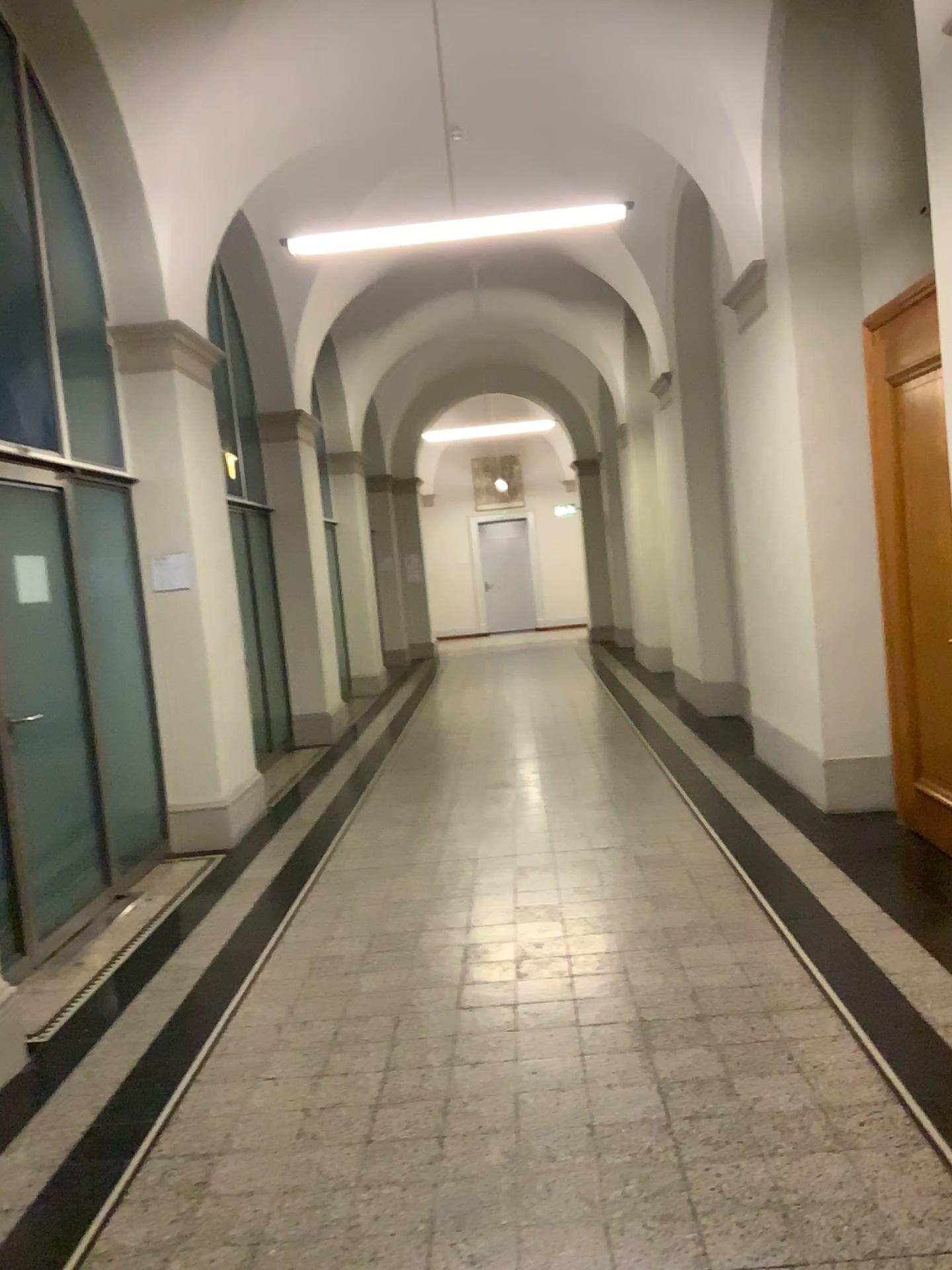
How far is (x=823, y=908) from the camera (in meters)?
4.20
